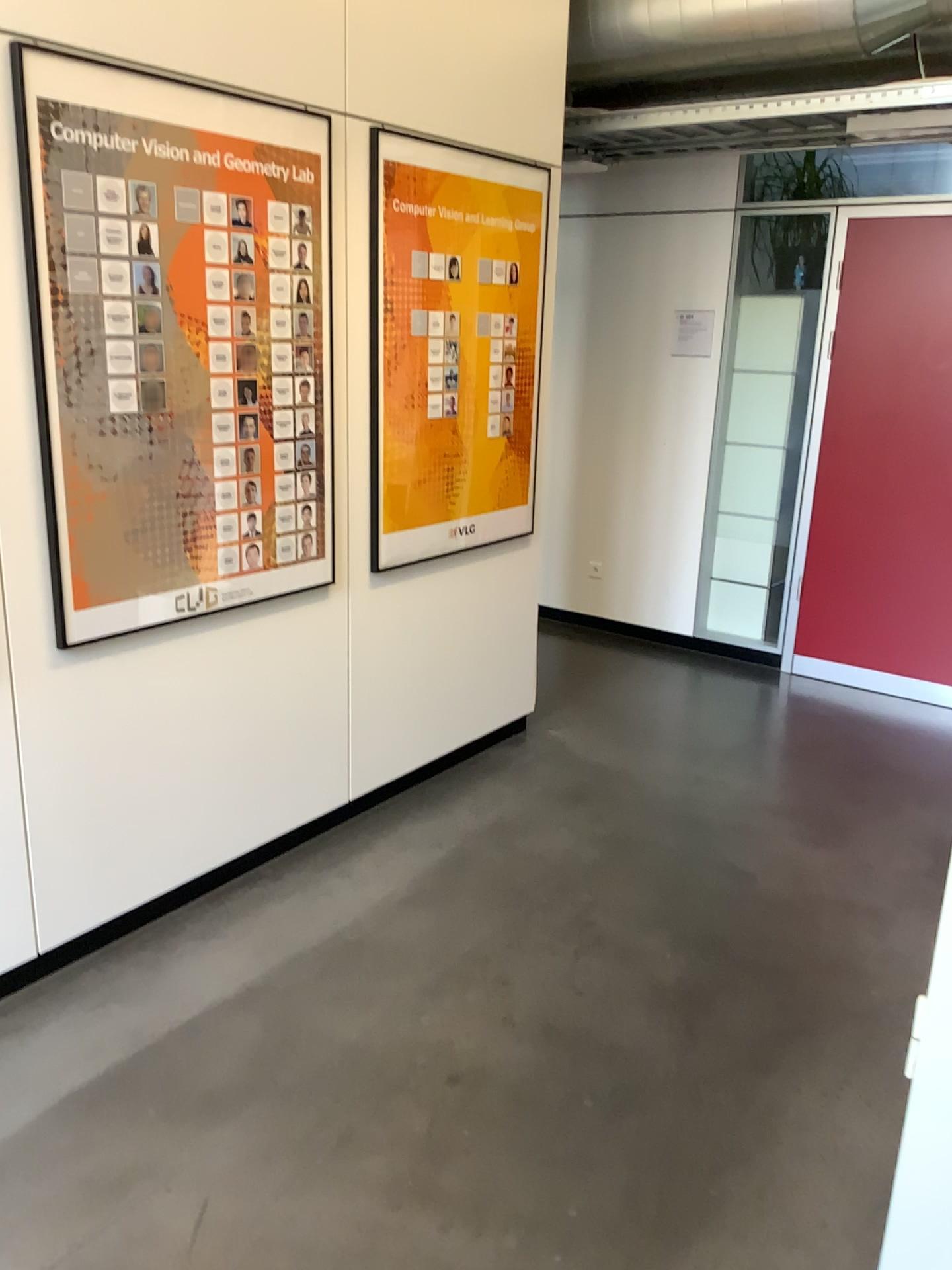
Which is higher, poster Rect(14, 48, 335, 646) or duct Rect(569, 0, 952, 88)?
duct Rect(569, 0, 952, 88)

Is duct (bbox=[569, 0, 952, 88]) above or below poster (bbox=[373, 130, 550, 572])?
above

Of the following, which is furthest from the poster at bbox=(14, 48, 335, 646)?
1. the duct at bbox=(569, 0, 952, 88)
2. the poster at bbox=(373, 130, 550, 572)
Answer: the duct at bbox=(569, 0, 952, 88)

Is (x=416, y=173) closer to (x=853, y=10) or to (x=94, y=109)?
(x=94, y=109)

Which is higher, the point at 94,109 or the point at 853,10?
the point at 853,10

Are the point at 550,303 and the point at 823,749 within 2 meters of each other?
no

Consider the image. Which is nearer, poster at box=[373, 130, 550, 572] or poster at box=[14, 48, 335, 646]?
poster at box=[14, 48, 335, 646]

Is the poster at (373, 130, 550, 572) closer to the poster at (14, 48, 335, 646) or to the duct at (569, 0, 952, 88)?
the poster at (14, 48, 335, 646)

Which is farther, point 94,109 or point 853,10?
point 853,10
